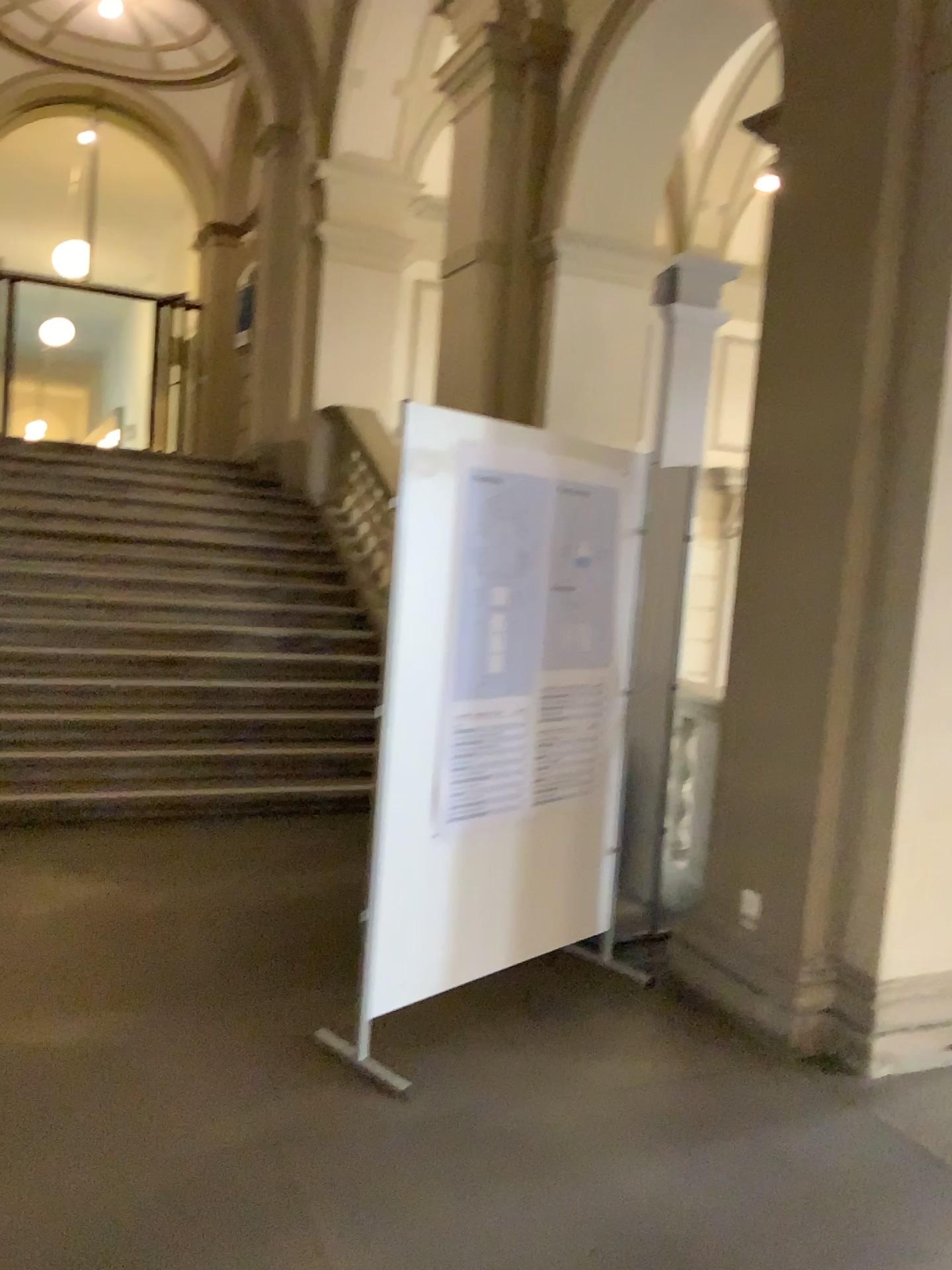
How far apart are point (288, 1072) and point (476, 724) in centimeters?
115cm

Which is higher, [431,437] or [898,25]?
[898,25]
